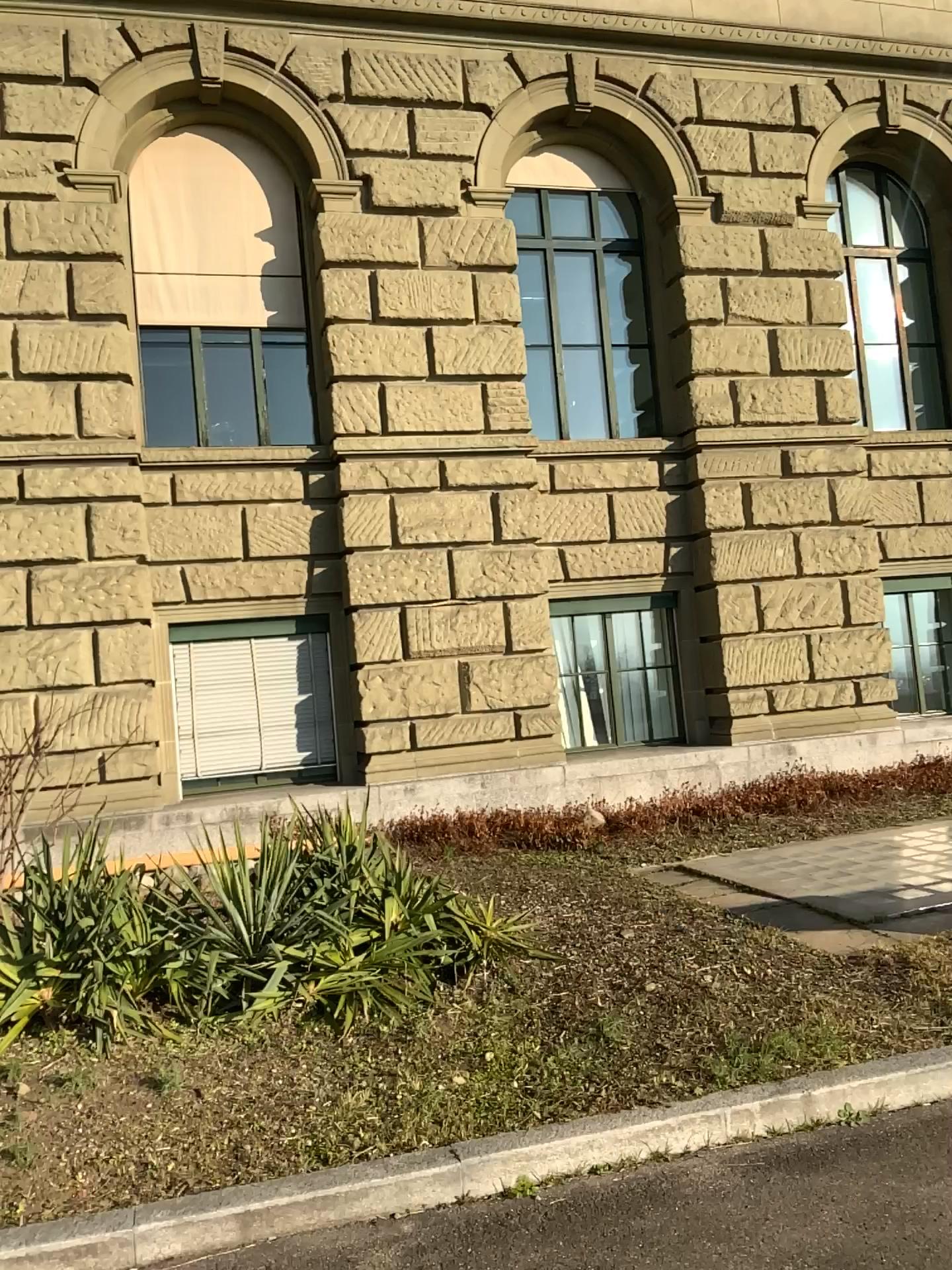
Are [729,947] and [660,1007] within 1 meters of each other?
yes
